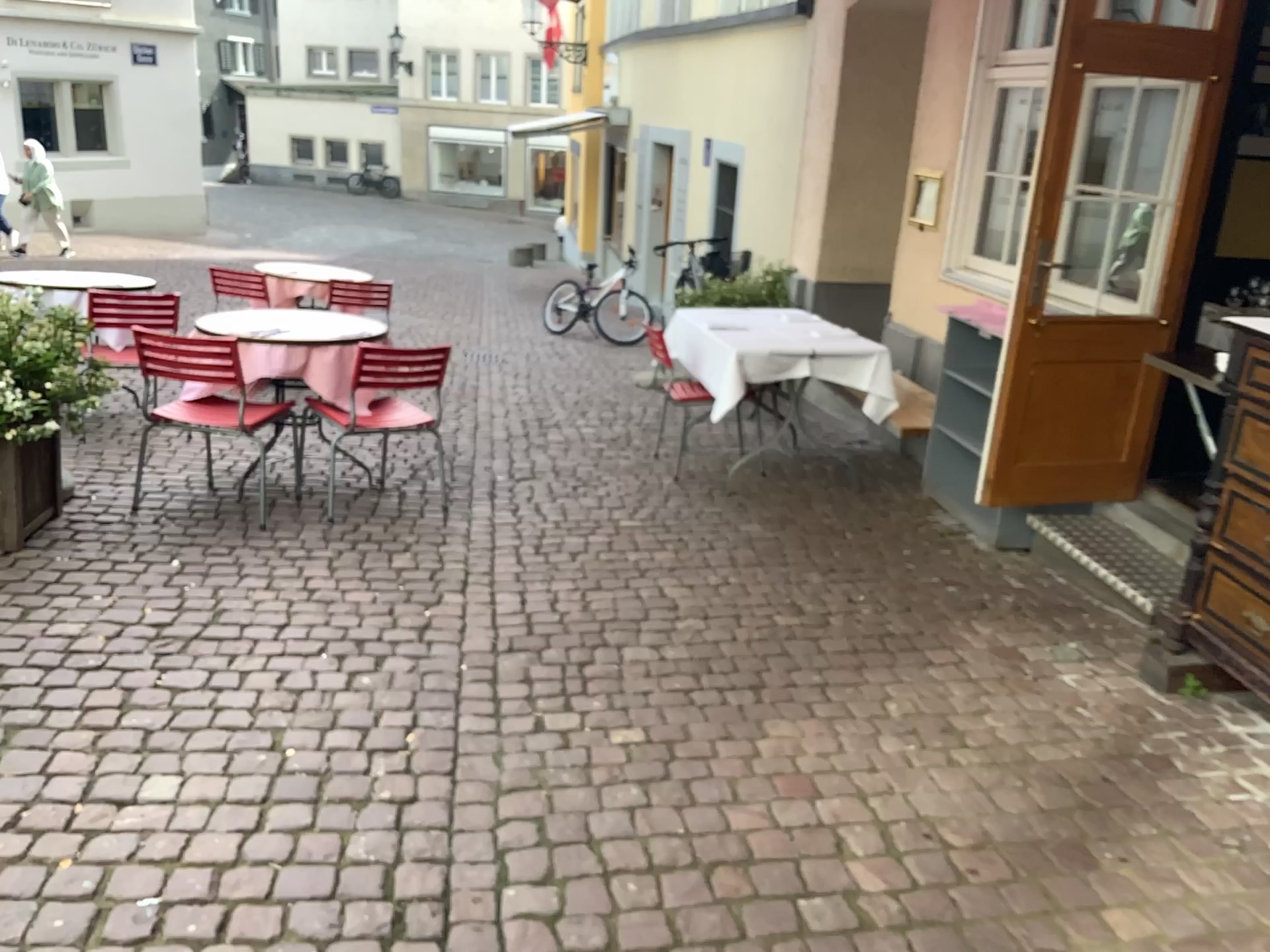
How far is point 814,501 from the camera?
5.0m
